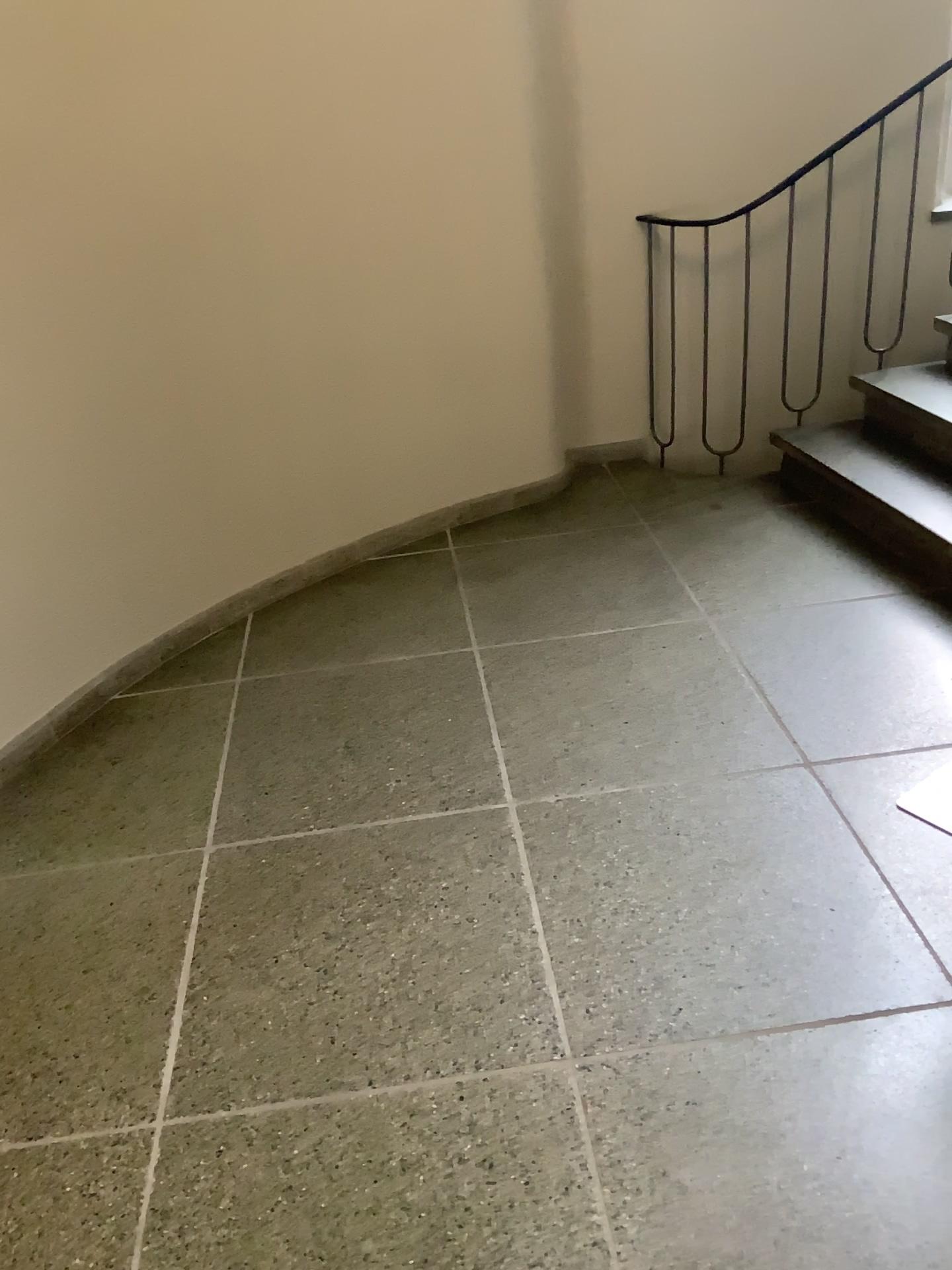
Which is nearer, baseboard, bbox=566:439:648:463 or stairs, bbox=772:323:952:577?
stairs, bbox=772:323:952:577

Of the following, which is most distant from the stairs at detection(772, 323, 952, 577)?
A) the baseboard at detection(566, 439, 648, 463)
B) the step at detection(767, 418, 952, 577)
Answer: the baseboard at detection(566, 439, 648, 463)

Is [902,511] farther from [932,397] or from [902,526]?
[932,397]

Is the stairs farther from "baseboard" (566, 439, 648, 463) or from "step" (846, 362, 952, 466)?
"baseboard" (566, 439, 648, 463)

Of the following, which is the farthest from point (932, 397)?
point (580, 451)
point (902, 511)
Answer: point (580, 451)

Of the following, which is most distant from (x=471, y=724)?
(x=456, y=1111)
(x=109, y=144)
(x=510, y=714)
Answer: (x=109, y=144)

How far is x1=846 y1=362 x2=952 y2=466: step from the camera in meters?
3.5

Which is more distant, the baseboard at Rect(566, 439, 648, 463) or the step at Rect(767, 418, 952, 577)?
the baseboard at Rect(566, 439, 648, 463)

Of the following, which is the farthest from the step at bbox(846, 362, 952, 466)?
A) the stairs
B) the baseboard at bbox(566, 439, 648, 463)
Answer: the baseboard at bbox(566, 439, 648, 463)

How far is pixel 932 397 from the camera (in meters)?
3.54
